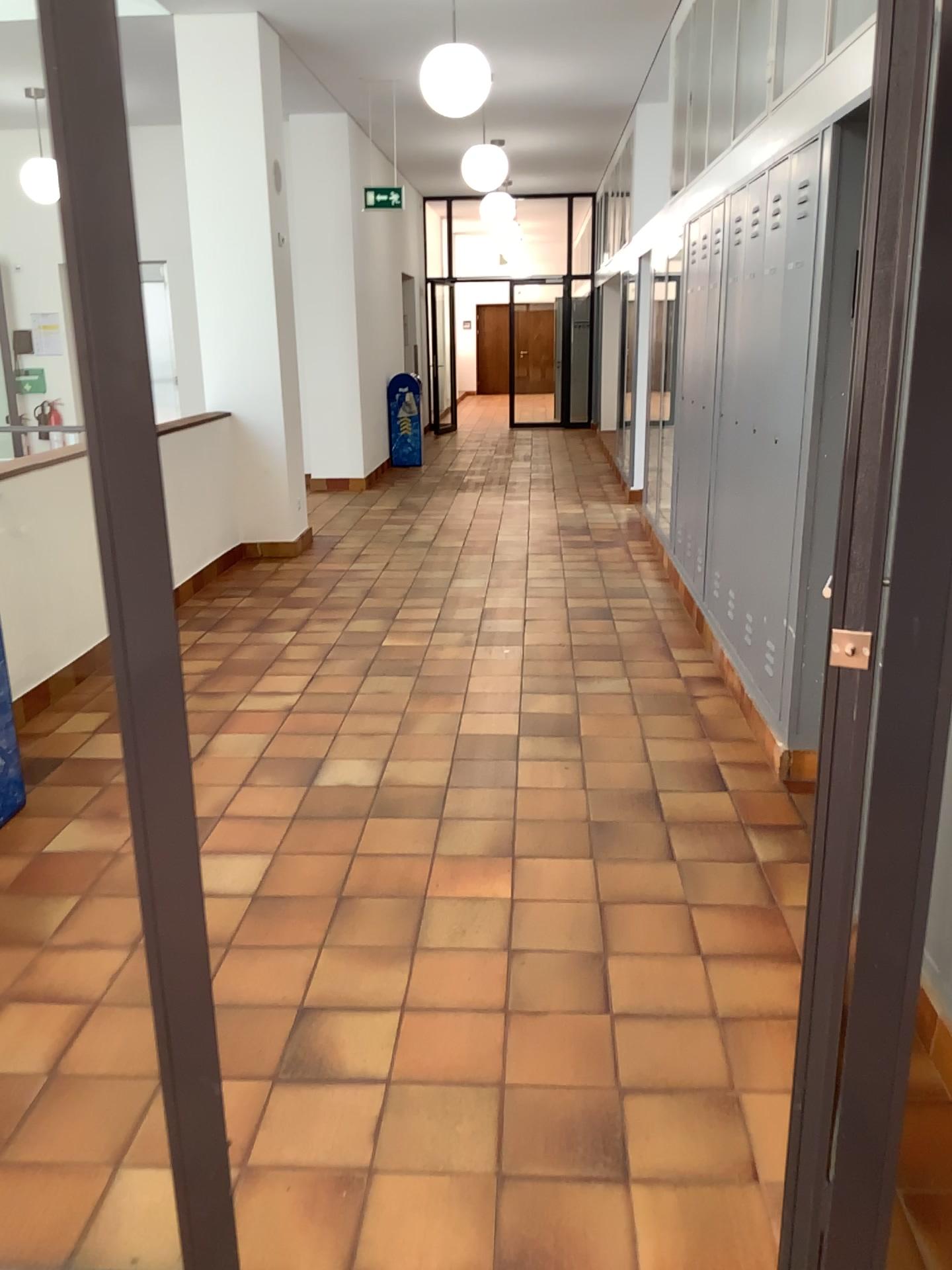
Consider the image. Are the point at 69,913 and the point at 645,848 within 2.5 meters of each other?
yes
